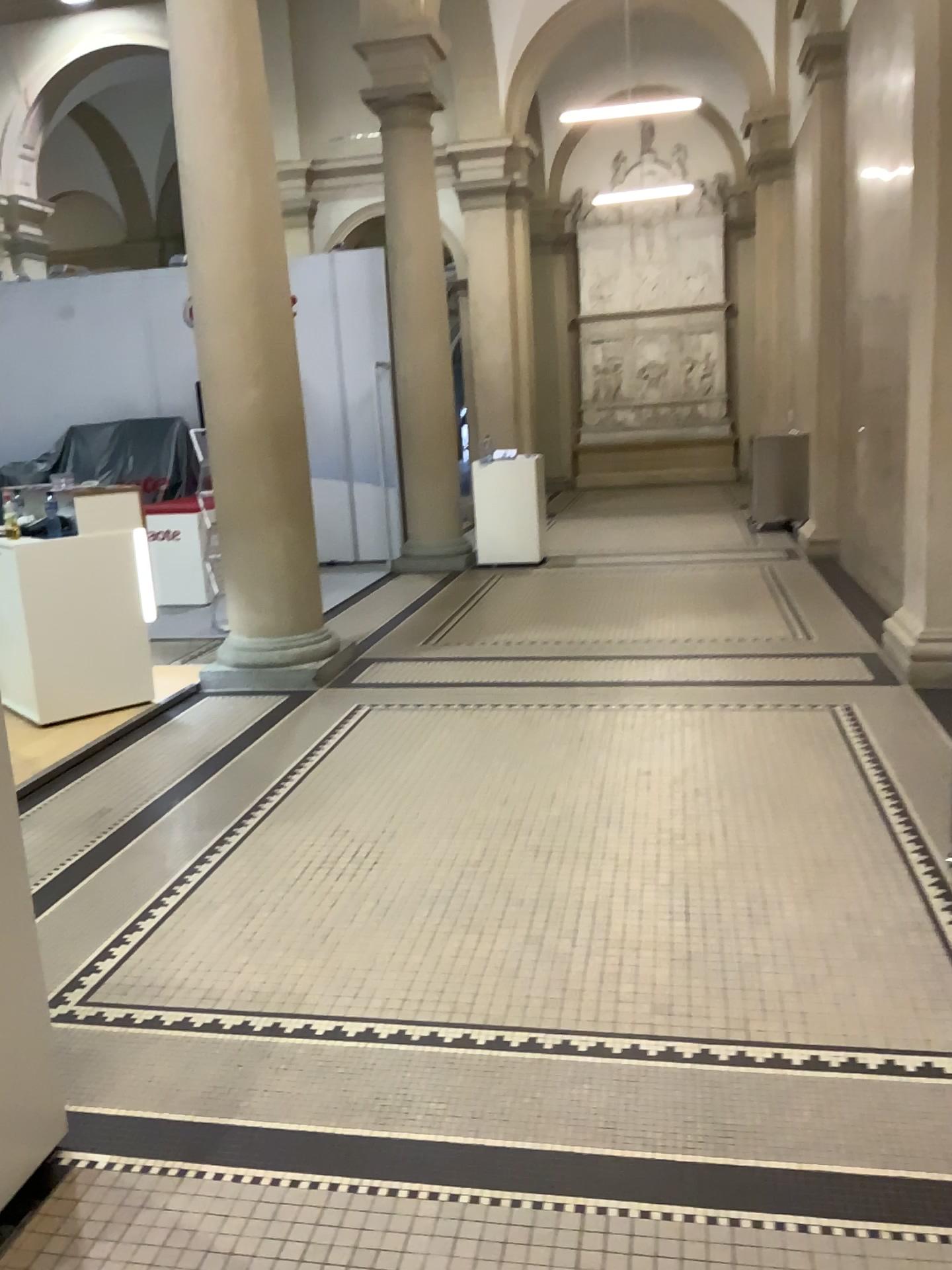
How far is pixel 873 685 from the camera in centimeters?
517cm
